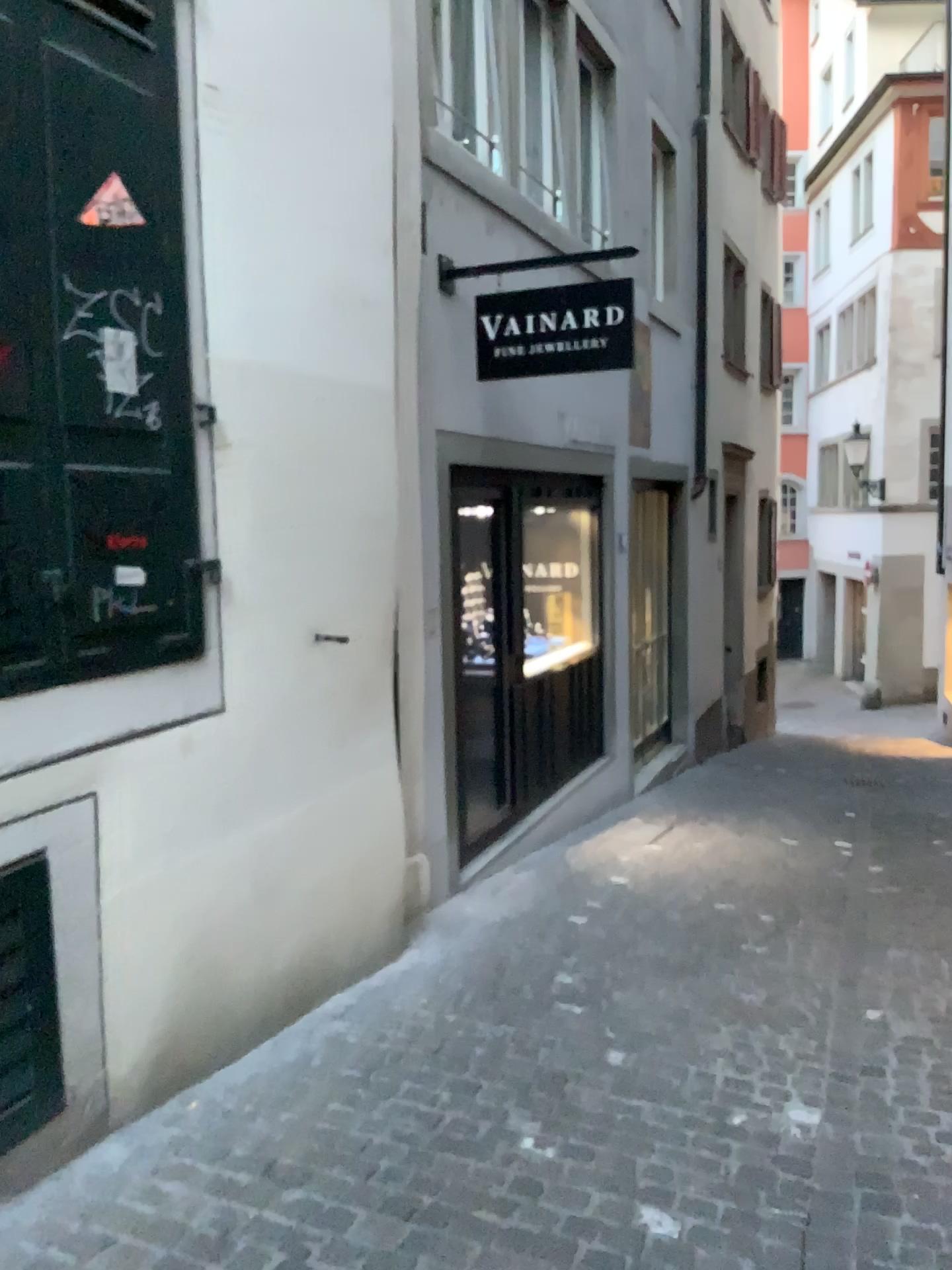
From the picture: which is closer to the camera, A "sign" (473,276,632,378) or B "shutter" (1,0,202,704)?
B "shutter" (1,0,202,704)

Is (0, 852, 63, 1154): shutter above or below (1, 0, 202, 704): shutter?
below

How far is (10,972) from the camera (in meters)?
2.38

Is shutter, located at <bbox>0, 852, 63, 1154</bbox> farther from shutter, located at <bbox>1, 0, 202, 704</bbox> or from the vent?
the vent

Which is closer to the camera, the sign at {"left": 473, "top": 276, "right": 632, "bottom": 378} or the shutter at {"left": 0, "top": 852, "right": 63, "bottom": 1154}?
the shutter at {"left": 0, "top": 852, "right": 63, "bottom": 1154}

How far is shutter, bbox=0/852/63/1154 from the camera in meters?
2.4 m

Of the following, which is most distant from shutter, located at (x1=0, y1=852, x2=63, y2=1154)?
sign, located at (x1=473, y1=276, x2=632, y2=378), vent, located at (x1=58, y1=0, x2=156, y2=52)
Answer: → sign, located at (x1=473, y1=276, x2=632, y2=378)

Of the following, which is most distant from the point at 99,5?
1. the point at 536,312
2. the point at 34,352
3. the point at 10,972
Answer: the point at 536,312

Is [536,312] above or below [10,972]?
above

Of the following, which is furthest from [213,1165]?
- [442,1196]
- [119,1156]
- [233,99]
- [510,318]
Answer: [510,318]
